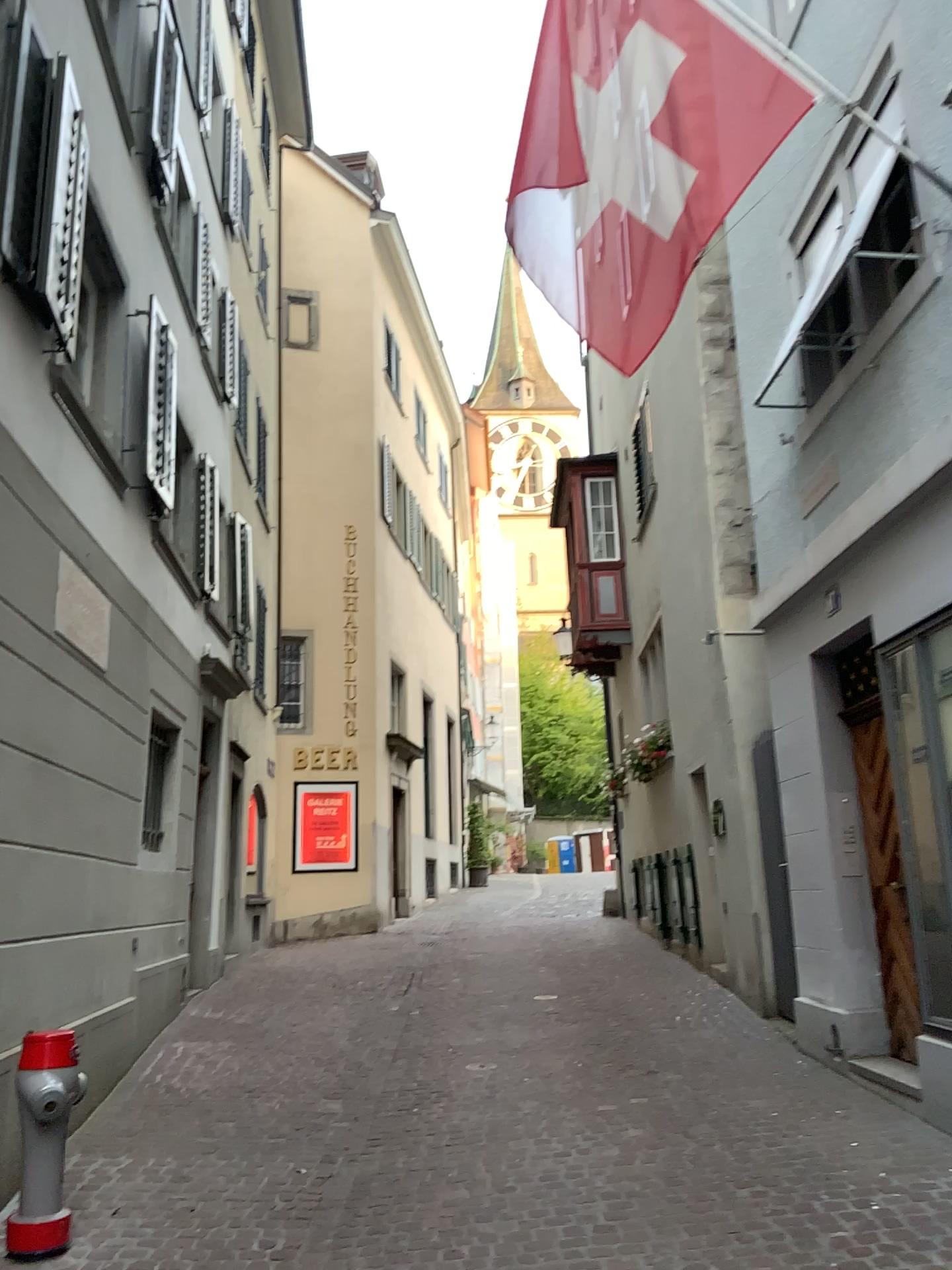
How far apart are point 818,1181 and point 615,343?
3.6m
